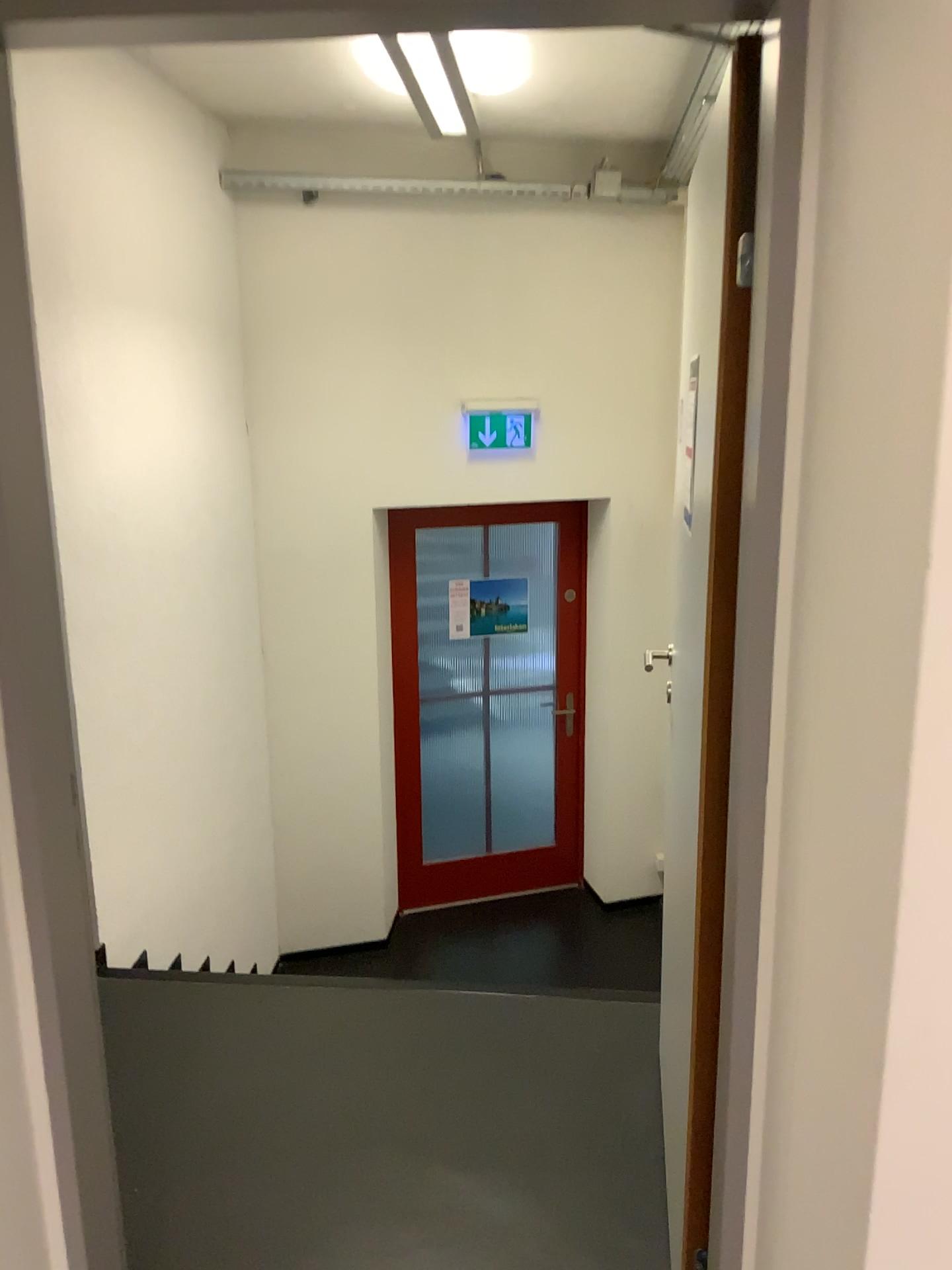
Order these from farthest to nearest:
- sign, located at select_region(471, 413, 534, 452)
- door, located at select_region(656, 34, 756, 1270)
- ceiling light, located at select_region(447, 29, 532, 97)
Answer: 1. sign, located at select_region(471, 413, 534, 452)
2. ceiling light, located at select_region(447, 29, 532, 97)
3. door, located at select_region(656, 34, 756, 1270)

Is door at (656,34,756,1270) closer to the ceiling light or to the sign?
the ceiling light

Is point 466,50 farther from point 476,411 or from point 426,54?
point 476,411

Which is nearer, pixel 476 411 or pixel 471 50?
pixel 471 50

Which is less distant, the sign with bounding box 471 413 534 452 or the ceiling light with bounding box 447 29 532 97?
the ceiling light with bounding box 447 29 532 97

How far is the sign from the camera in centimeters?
465cm

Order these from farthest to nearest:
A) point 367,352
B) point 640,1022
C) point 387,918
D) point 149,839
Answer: point 387,918
point 367,352
point 149,839
point 640,1022

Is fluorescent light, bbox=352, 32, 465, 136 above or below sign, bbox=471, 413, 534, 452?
above

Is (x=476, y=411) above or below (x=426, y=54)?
below

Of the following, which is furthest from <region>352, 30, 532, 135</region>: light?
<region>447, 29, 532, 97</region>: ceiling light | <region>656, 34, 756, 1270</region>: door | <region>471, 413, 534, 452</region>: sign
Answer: <region>656, 34, 756, 1270</region>: door
